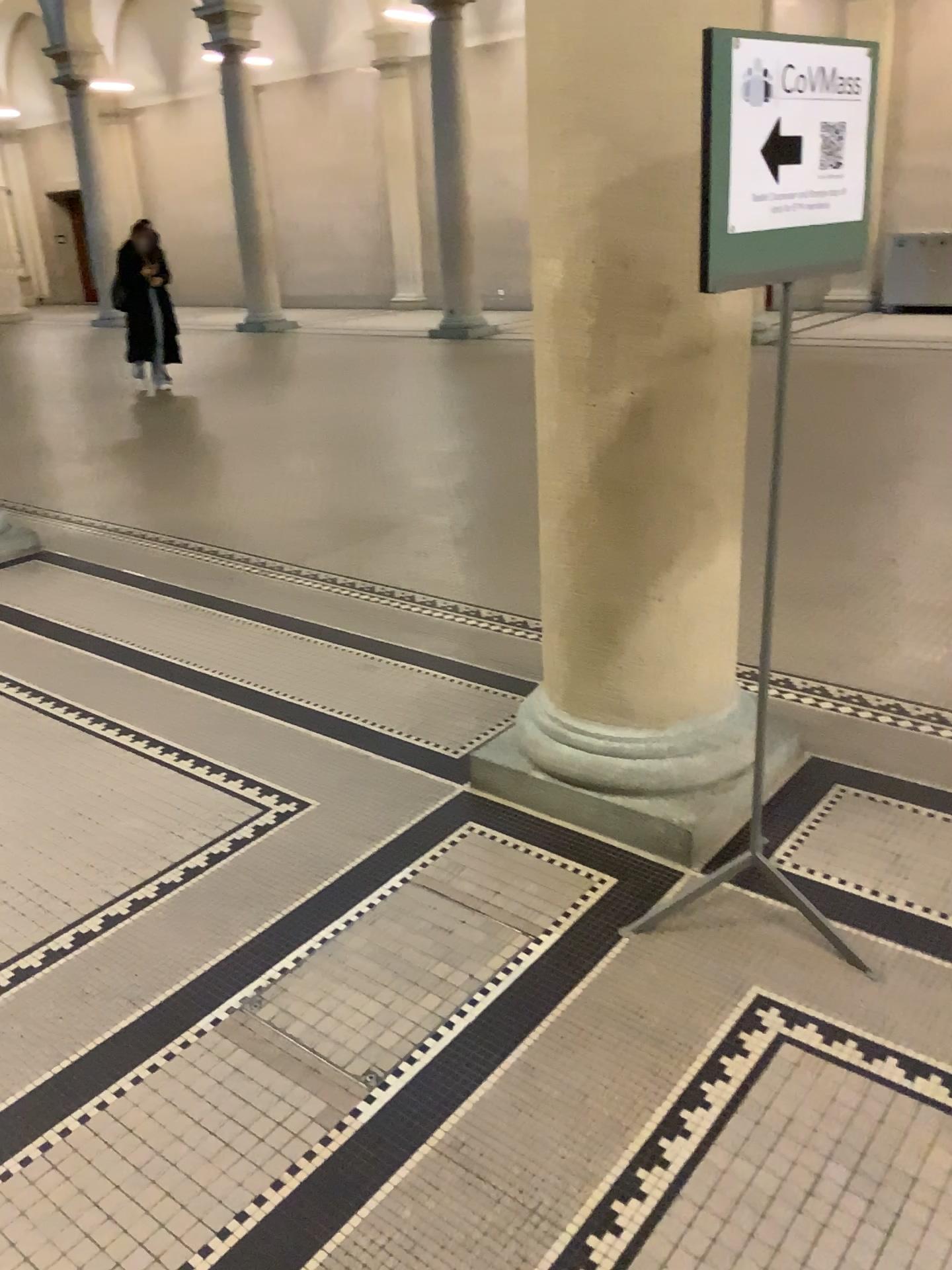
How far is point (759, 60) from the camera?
1.8m

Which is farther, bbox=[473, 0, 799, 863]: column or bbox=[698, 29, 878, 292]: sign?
bbox=[473, 0, 799, 863]: column

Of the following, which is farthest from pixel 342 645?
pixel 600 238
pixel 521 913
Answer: pixel 600 238

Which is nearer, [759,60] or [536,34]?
[759,60]

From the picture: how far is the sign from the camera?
1.8 meters
